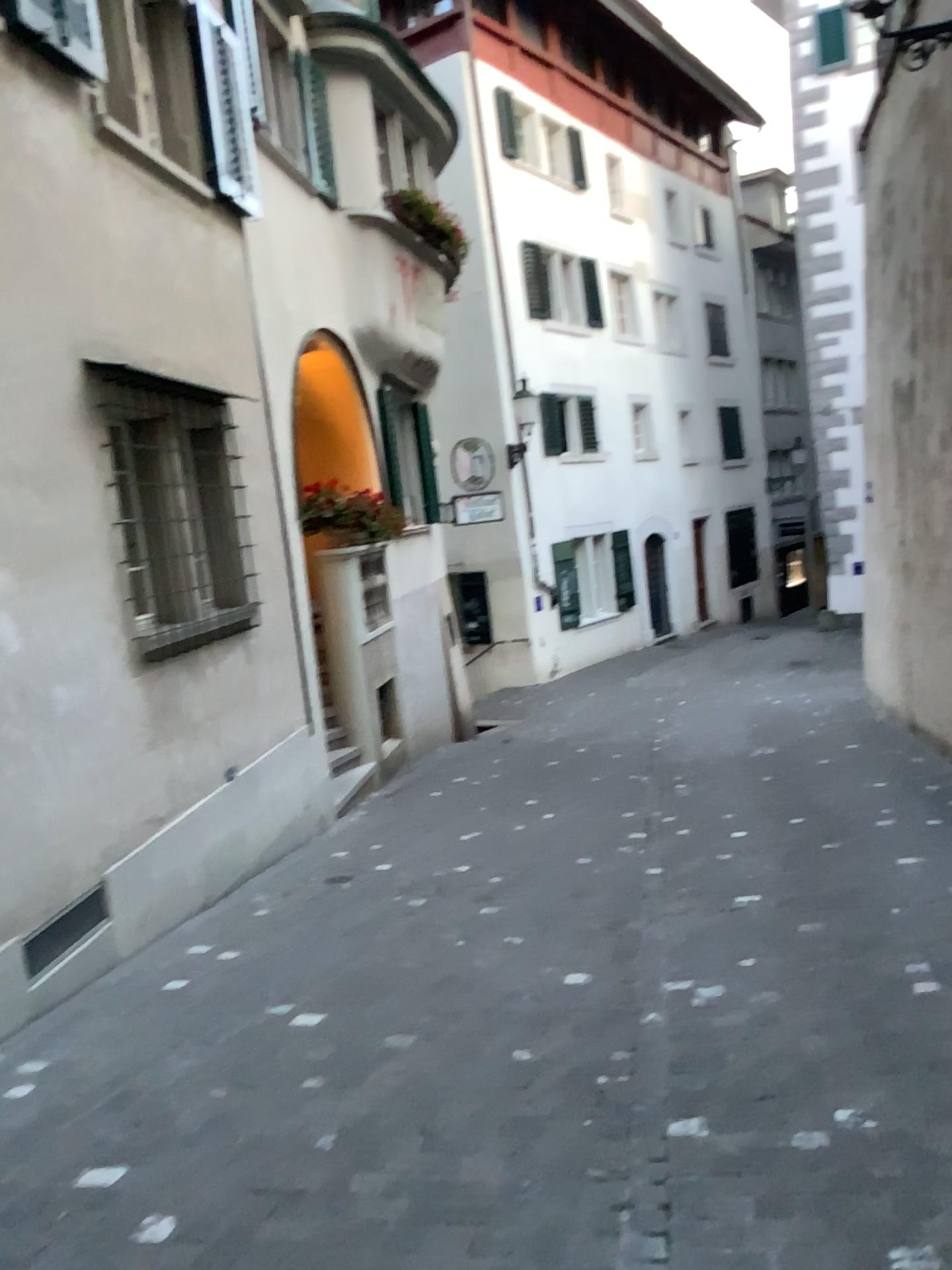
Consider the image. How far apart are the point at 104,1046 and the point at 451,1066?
1.3m
